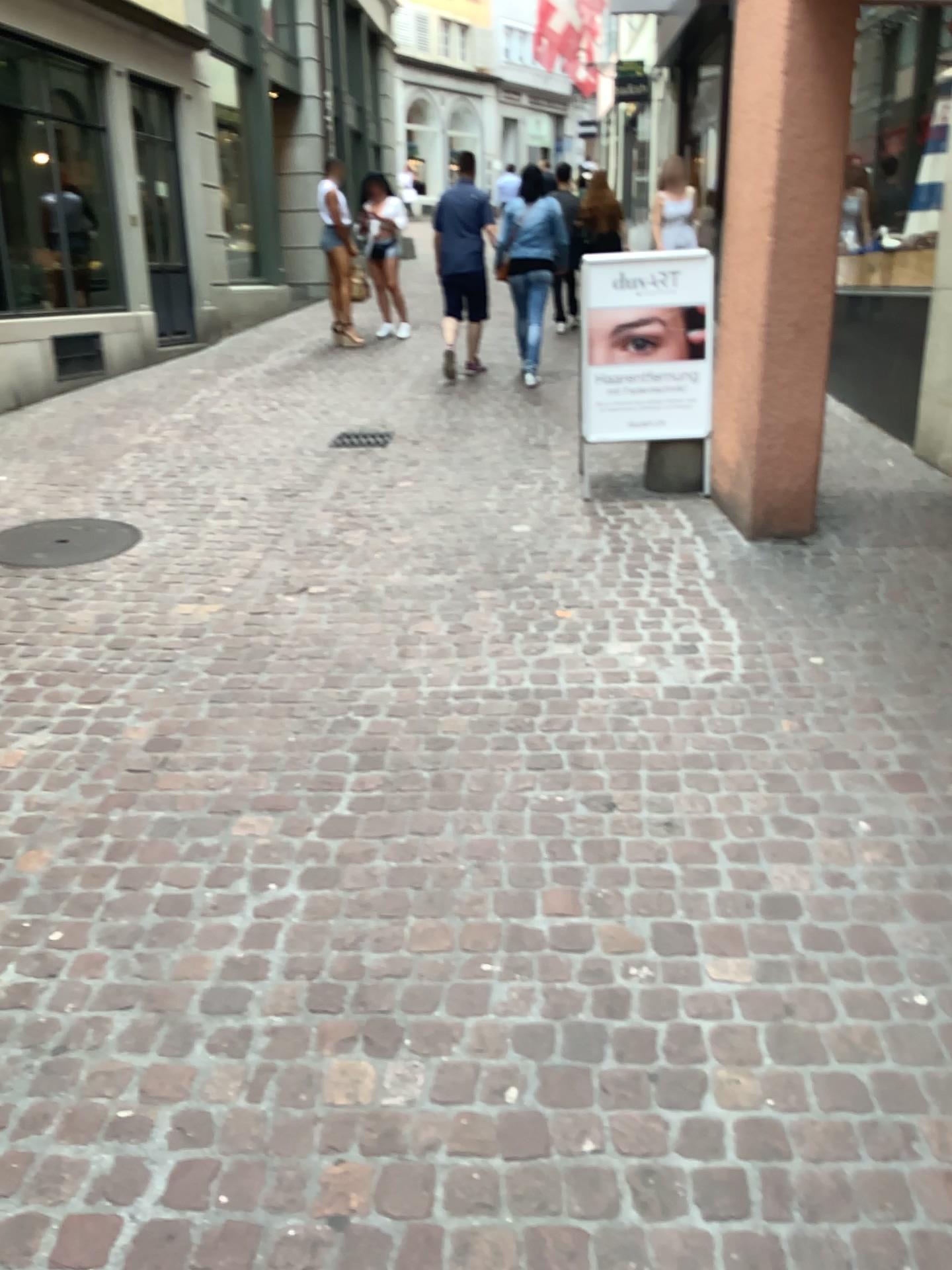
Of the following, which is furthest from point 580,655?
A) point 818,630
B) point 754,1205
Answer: point 754,1205

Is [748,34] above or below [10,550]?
above

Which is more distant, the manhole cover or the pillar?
the manhole cover

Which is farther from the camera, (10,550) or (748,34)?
(10,550)
